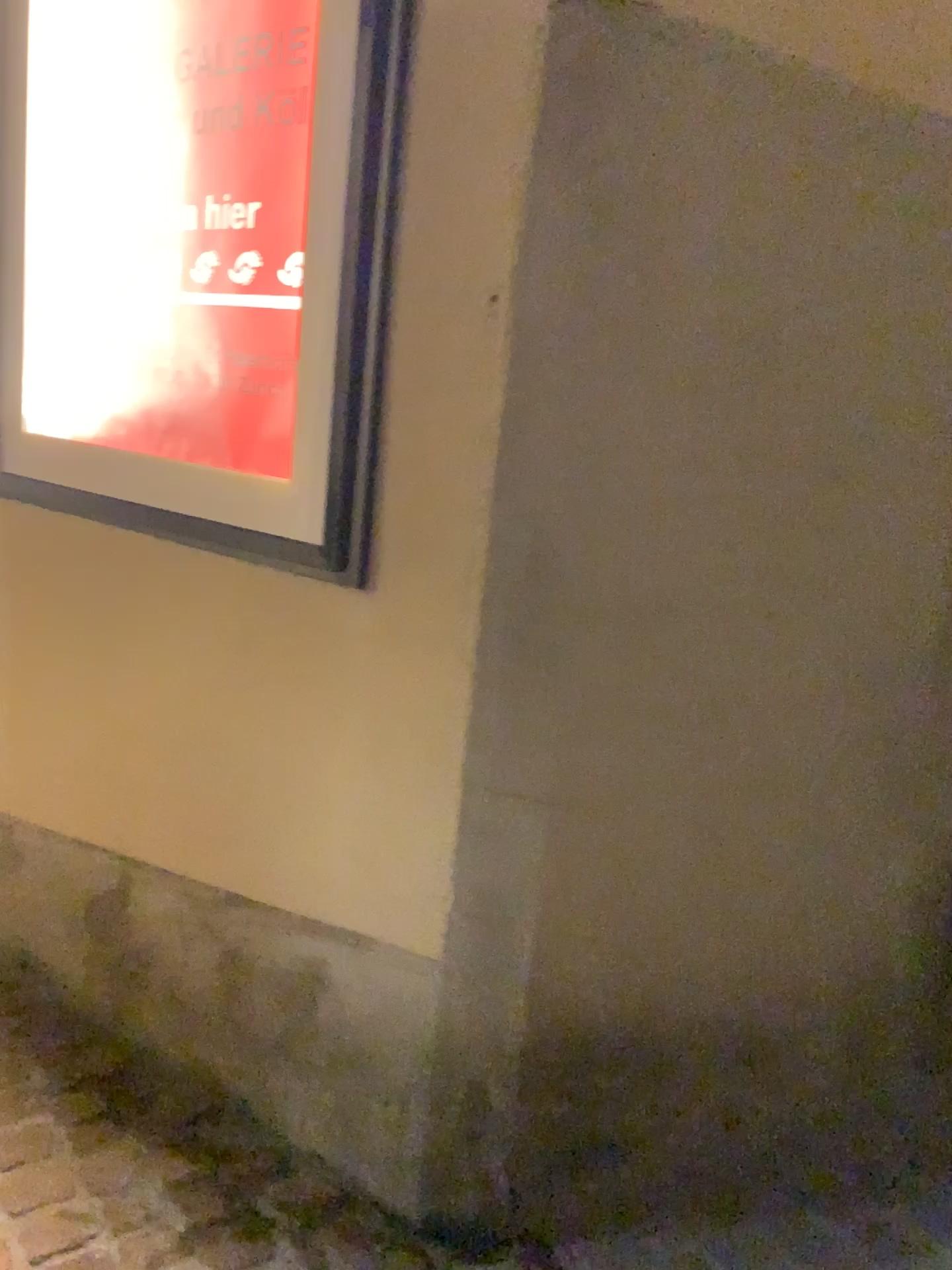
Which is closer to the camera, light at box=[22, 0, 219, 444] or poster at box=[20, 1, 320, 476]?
poster at box=[20, 1, 320, 476]

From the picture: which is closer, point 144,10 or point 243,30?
point 243,30

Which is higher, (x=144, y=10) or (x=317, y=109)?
(x=144, y=10)

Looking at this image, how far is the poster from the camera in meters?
1.7

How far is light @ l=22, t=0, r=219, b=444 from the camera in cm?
194

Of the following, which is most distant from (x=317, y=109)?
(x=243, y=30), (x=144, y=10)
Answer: (x=144, y=10)

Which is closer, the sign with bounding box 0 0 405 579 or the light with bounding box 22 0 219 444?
the sign with bounding box 0 0 405 579

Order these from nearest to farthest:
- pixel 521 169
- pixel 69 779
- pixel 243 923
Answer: pixel 521 169 < pixel 243 923 < pixel 69 779
